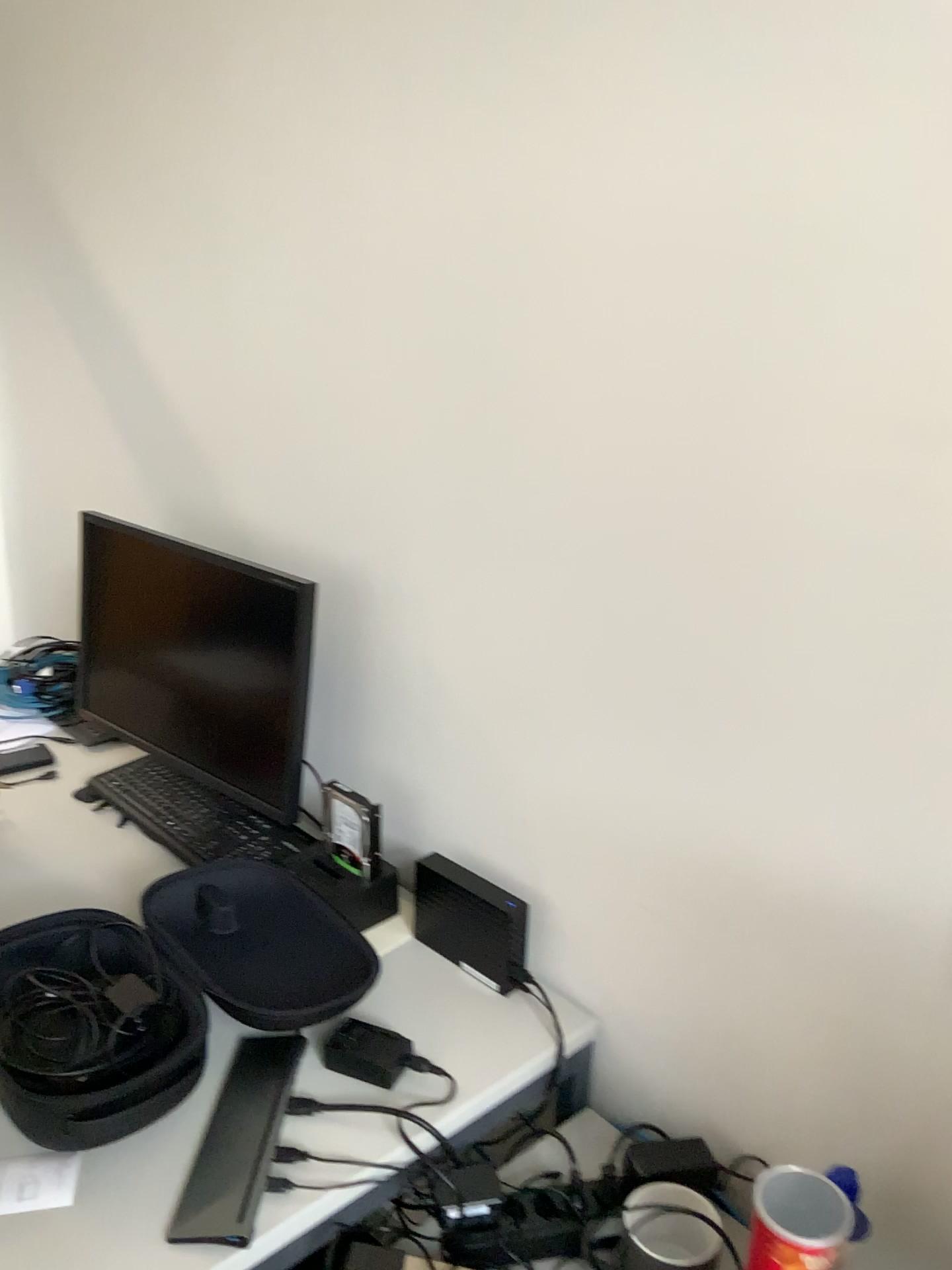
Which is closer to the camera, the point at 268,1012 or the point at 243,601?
the point at 268,1012

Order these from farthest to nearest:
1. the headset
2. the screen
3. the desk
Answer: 1. the headset
2. the screen
3. the desk

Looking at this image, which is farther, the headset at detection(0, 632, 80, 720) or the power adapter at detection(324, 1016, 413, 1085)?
the headset at detection(0, 632, 80, 720)

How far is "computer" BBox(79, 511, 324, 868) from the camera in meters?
1.5

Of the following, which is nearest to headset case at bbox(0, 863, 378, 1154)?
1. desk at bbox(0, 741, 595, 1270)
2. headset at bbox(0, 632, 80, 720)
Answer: desk at bbox(0, 741, 595, 1270)

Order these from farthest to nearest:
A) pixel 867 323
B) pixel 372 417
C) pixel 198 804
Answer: pixel 198 804, pixel 372 417, pixel 867 323

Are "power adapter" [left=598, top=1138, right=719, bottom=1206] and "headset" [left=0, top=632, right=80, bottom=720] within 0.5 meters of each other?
no

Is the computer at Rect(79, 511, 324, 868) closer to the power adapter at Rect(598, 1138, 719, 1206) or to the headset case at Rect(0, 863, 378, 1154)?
the headset case at Rect(0, 863, 378, 1154)

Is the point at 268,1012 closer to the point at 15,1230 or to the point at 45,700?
the point at 15,1230

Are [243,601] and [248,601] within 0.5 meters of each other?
yes
